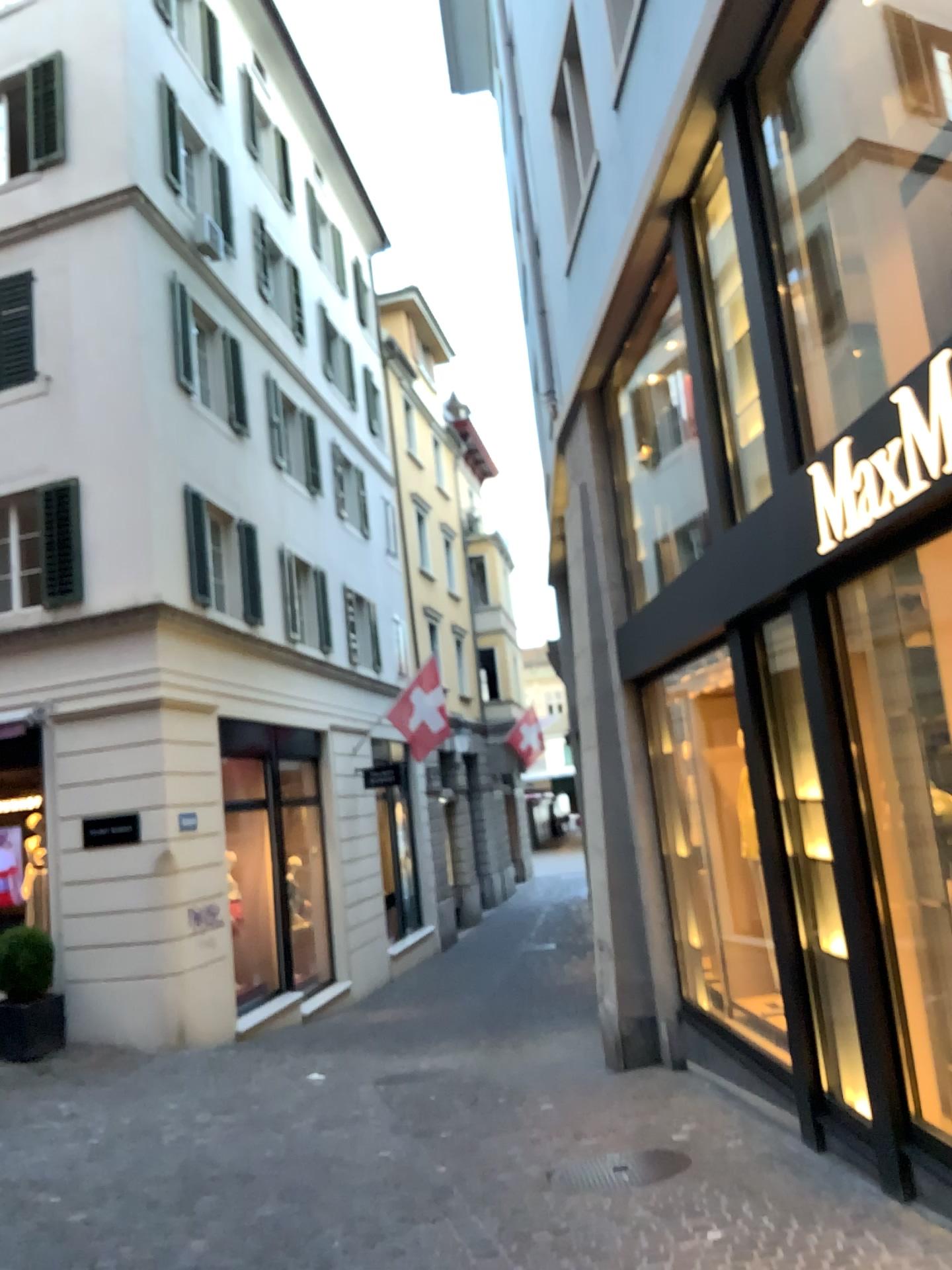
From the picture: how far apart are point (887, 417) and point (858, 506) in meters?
0.3
